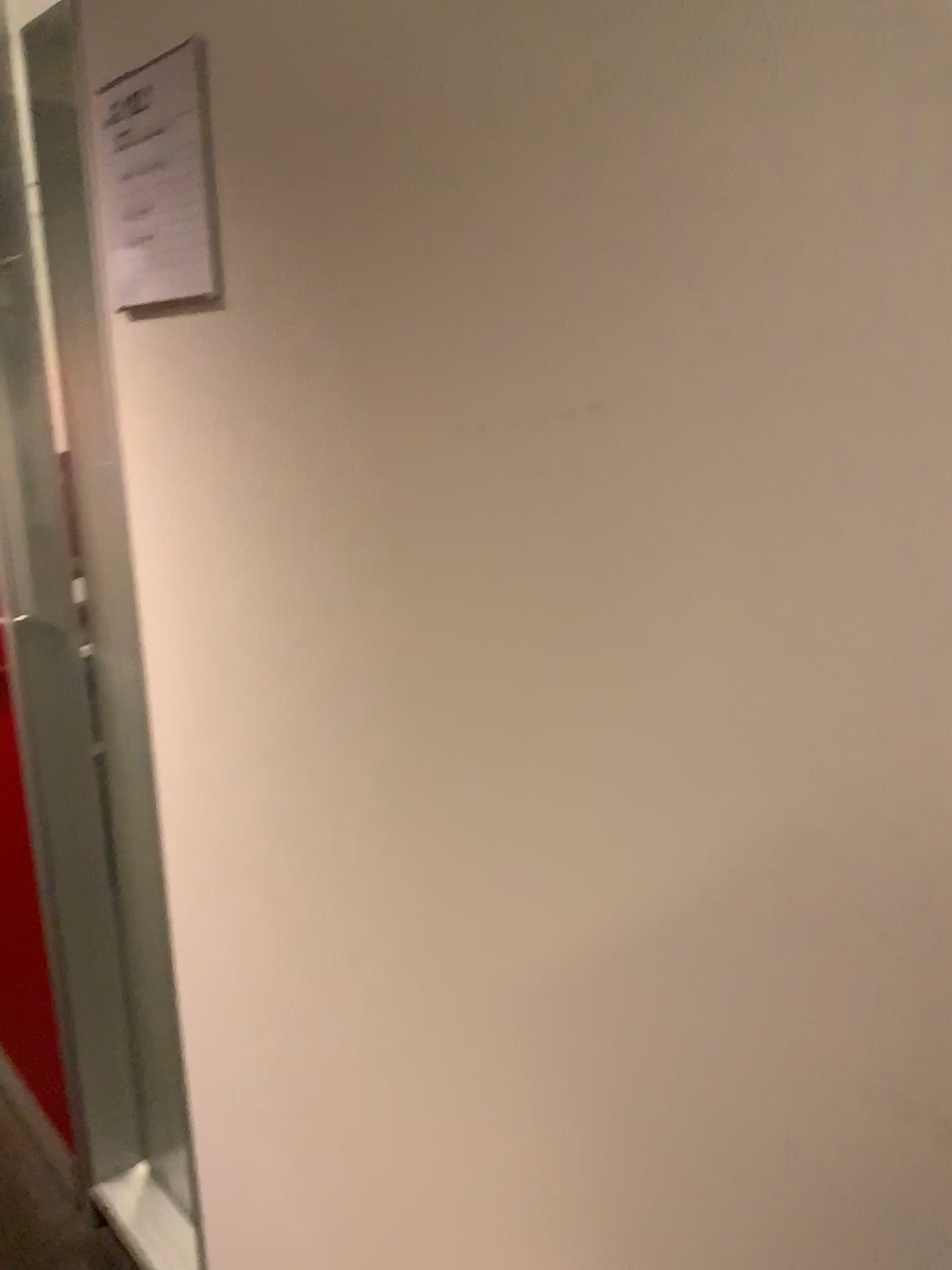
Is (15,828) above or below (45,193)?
below

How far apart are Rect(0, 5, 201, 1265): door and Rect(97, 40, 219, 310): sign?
0.4m

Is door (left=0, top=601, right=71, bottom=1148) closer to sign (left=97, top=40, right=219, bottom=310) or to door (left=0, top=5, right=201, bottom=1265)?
door (left=0, top=5, right=201, bottom=1265)

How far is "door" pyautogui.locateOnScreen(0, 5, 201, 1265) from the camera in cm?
146

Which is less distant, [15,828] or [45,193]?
[45,193]

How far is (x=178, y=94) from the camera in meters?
0.9

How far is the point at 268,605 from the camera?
1.0m

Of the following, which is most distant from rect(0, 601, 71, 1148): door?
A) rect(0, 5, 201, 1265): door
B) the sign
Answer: the sign

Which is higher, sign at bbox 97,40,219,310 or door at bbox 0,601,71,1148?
sign at bbox 97,40,219,310

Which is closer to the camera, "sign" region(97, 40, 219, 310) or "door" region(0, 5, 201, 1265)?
"sign" region(97, 40, 219, 310)
